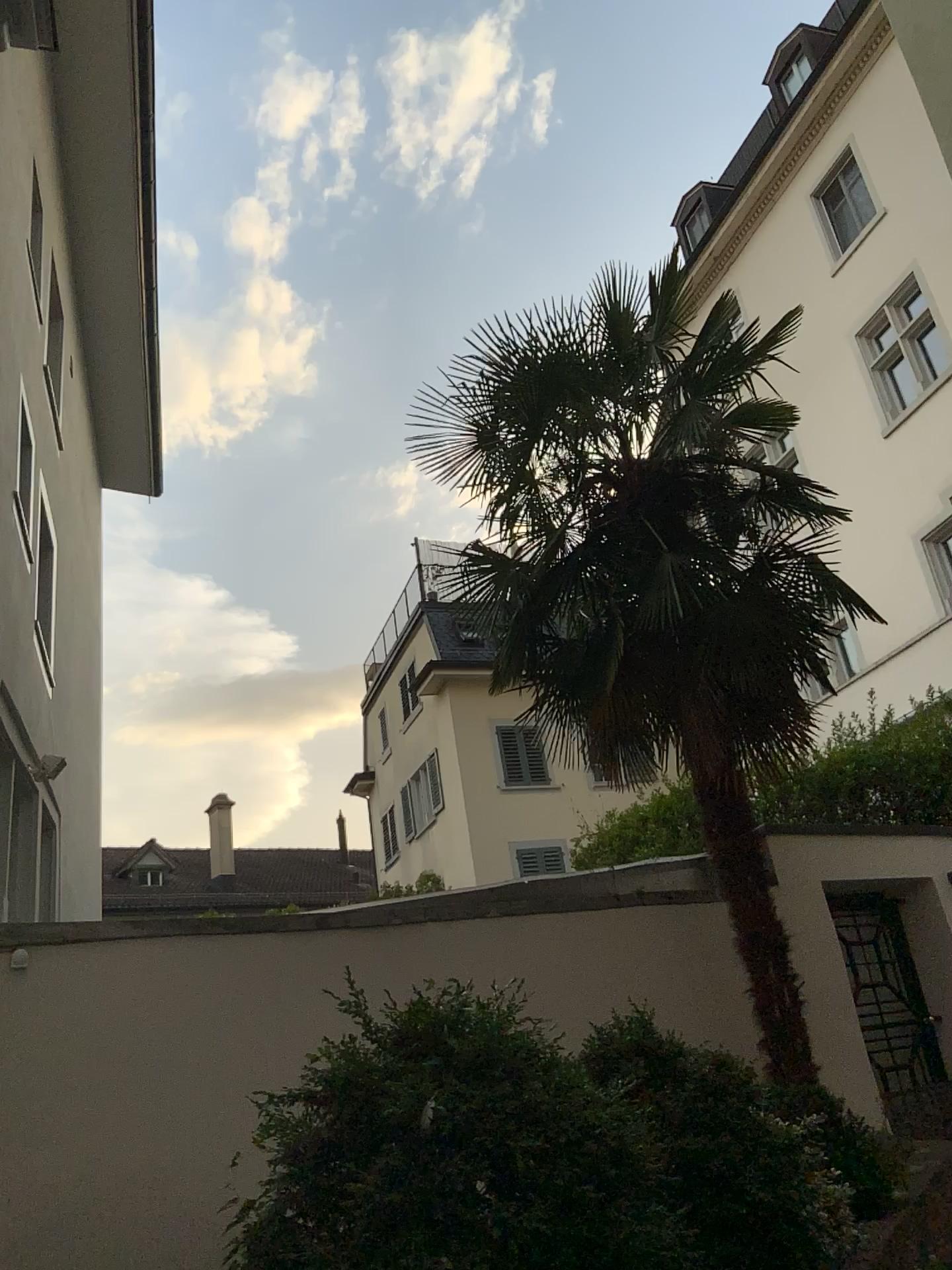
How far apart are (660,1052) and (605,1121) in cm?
152
